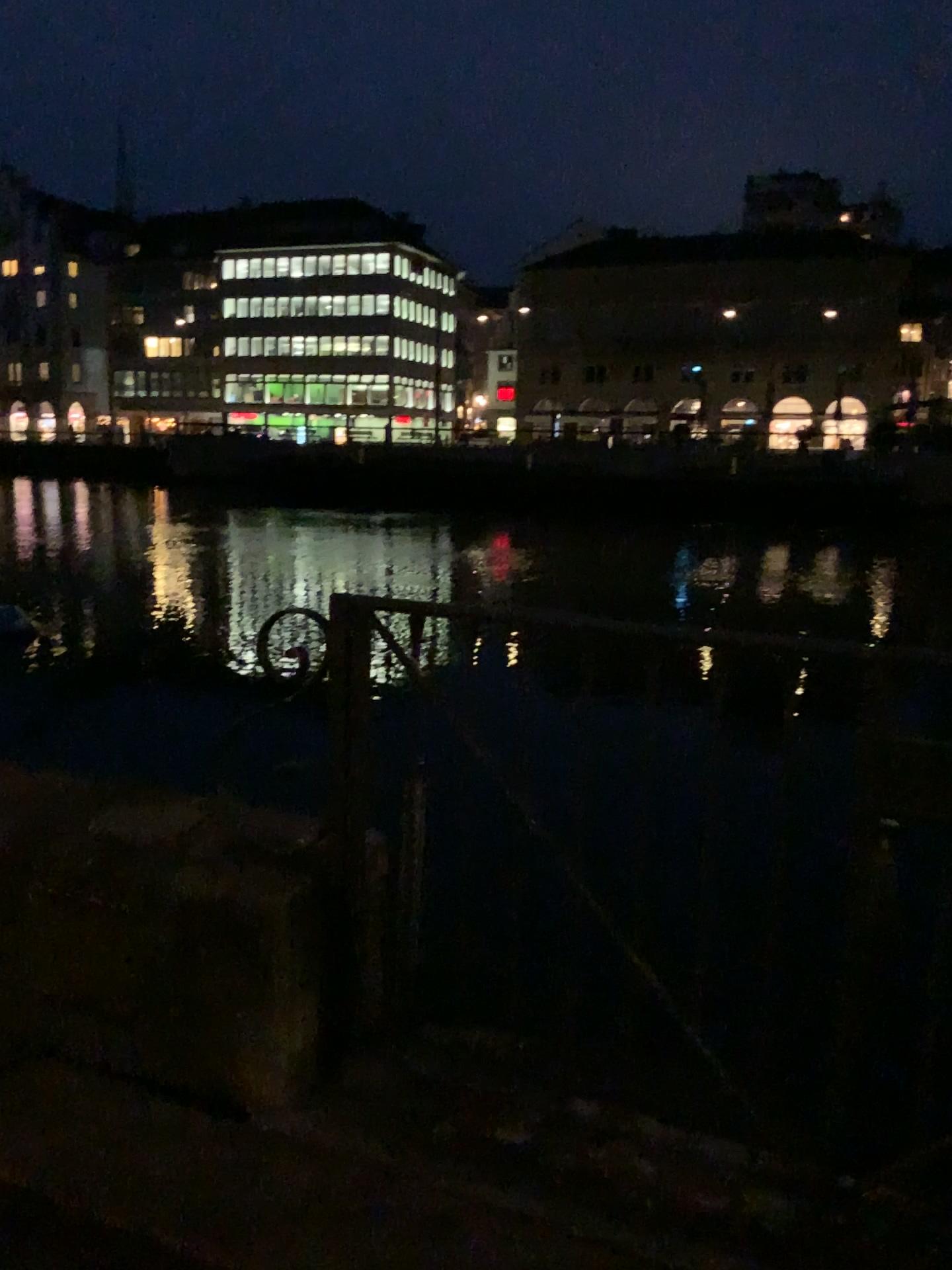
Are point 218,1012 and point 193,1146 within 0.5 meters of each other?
yes
